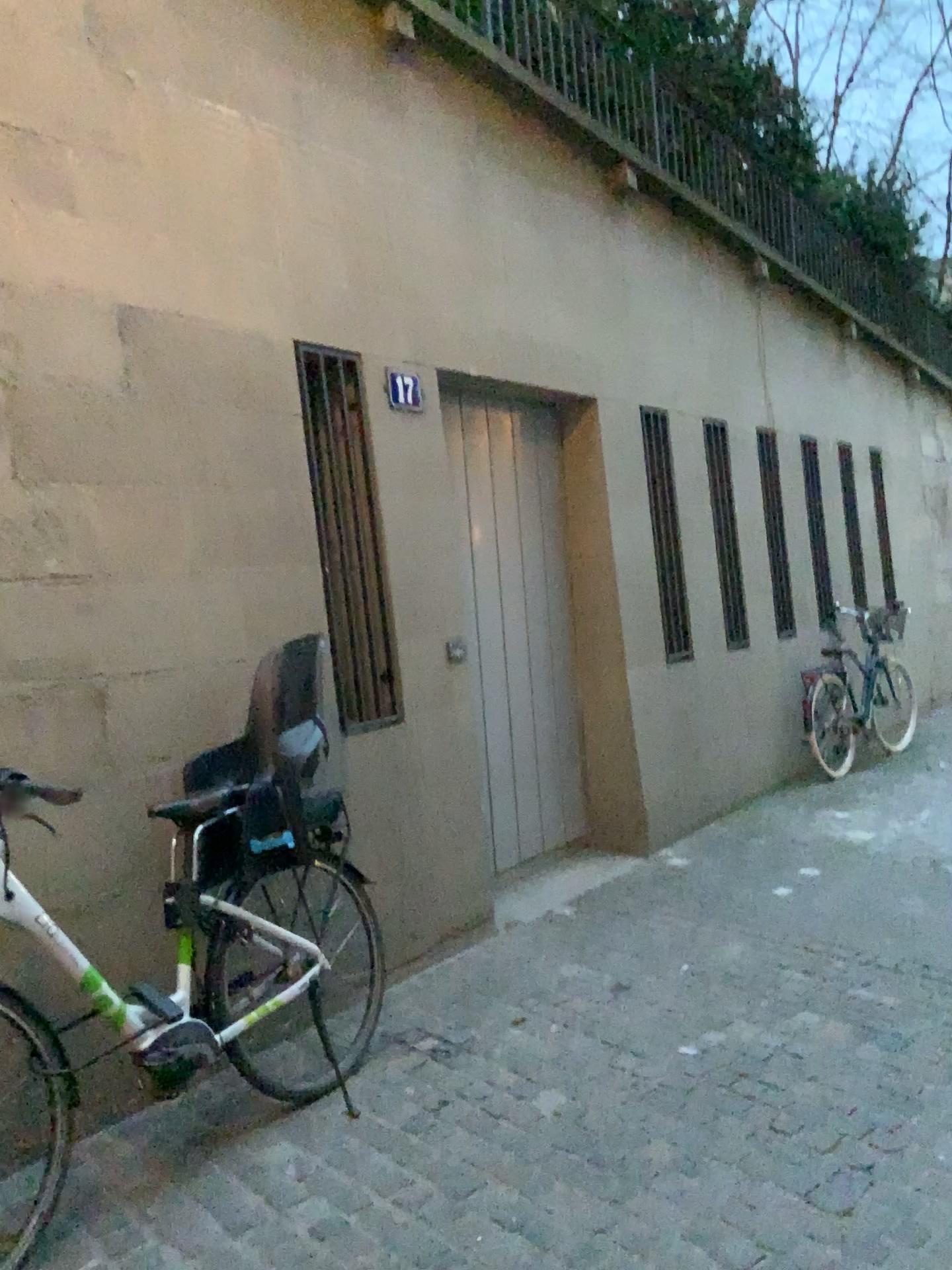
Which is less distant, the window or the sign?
the window

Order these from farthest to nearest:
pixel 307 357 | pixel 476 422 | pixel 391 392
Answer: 1. pixel 476 422
2. pixel 391 392
3. pixel 307 357

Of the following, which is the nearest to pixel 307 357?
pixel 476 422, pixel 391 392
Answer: pixel 391 392

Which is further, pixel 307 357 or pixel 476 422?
pixel 476 422

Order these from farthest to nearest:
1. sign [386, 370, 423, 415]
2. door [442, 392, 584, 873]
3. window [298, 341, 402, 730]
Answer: door [442, 392, 584, 873]
sign [386, 370, 423, 415]
window [298, 341, 402, 730]

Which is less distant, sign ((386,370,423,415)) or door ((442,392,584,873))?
sign ((386,370,423,415))

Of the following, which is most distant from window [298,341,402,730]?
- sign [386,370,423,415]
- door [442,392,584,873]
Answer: door [442,392,584,873]

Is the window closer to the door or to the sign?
the sign

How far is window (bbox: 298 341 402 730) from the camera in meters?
3.9

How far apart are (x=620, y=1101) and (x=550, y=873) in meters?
2.2 m
